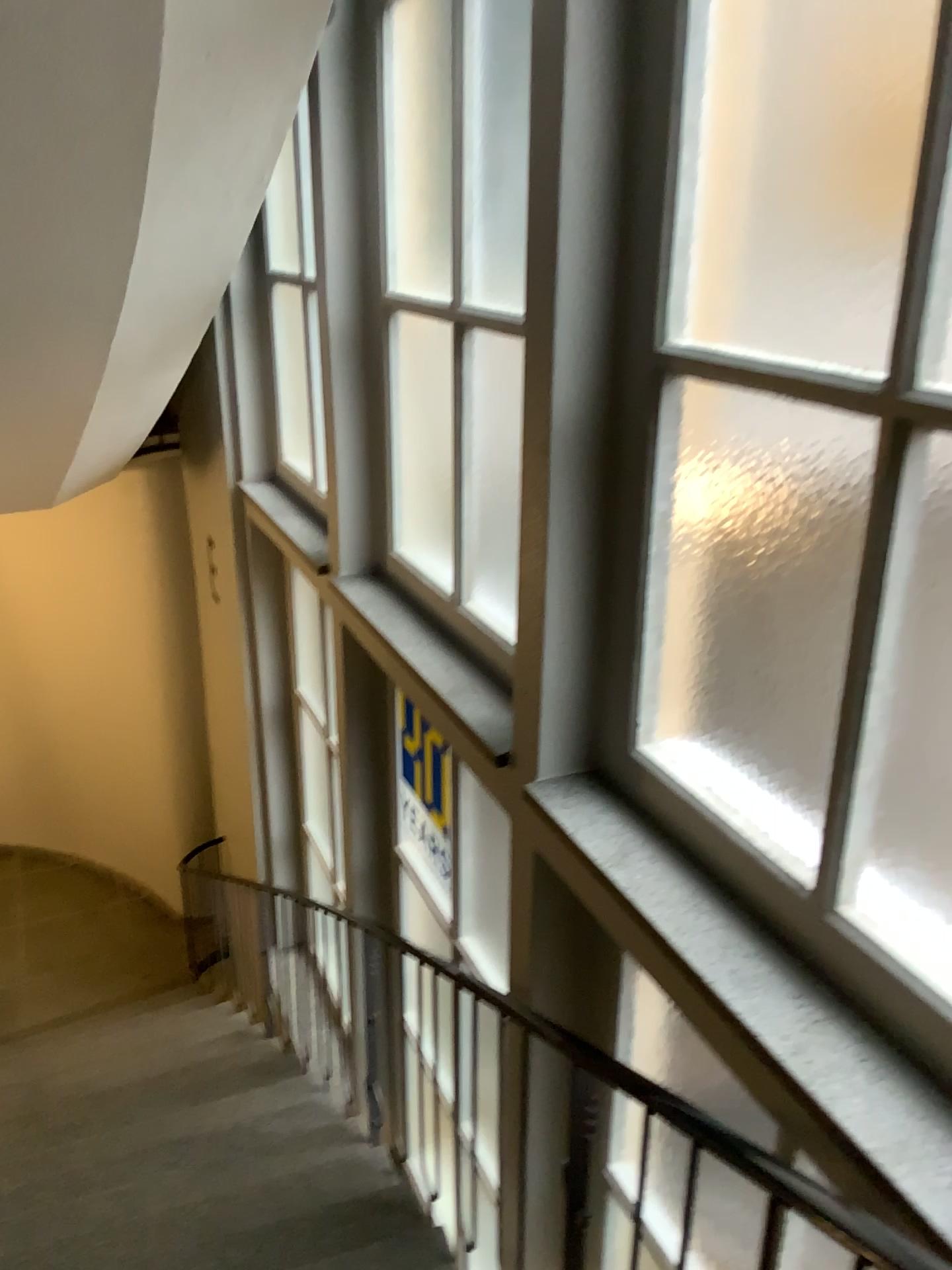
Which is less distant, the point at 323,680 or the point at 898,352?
the point at 898,352

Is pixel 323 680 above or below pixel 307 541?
below

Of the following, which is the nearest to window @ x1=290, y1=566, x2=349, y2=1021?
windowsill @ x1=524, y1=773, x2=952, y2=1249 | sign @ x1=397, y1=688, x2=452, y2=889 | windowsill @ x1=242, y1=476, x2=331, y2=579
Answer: windowsill @ x1=242, y1=476, x2=331, y2=579

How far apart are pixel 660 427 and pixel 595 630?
0.49m

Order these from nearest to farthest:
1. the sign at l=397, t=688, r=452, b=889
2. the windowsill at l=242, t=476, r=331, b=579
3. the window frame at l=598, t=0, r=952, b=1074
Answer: the window frame at l=598, t=0, r=952, b=1074, the sign at l=397, t=688, r=452, b=889, the windowsill at l=242, t=476, r=331, b=579

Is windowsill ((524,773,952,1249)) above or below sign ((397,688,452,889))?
above

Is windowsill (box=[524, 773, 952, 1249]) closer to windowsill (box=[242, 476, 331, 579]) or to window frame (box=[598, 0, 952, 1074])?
window frame (box=[598, 0, 952, 1074])

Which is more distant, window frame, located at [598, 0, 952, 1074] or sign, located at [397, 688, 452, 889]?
sign, located at [397, 688, 452, 889]

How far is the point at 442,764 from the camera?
3.57m

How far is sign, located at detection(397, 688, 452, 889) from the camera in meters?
3.6 m
